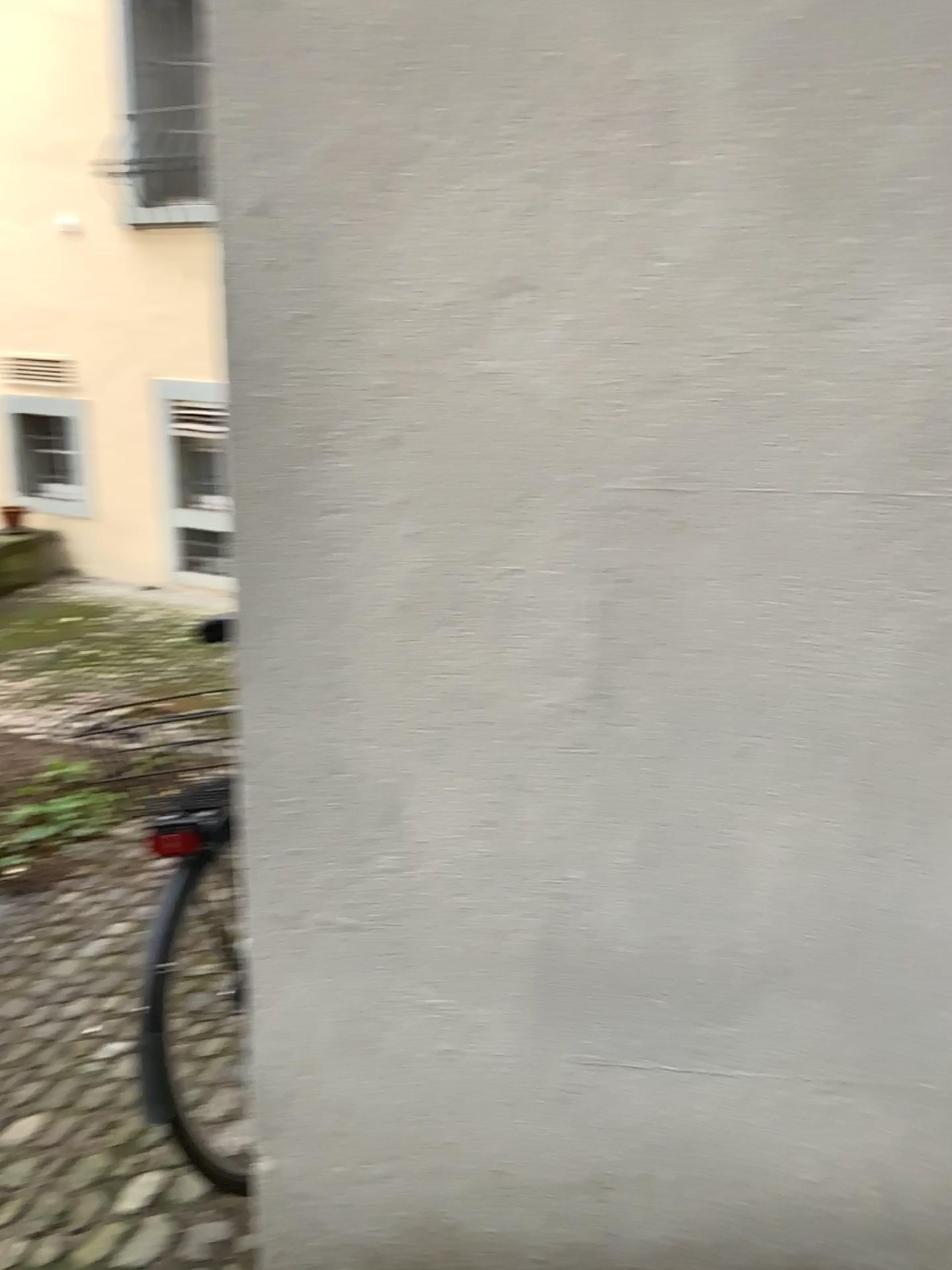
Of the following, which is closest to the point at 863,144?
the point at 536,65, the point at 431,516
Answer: the point at 536,65
